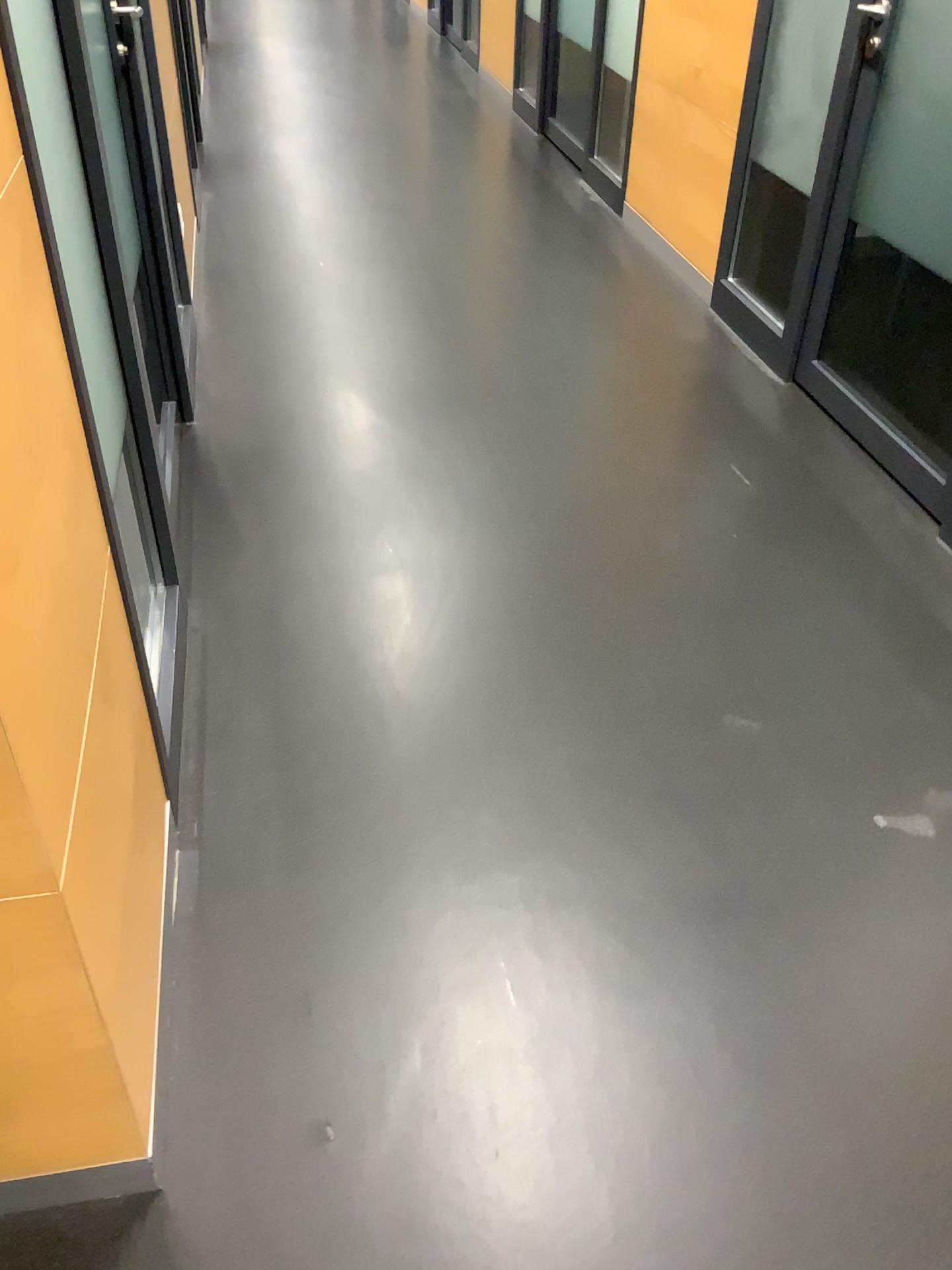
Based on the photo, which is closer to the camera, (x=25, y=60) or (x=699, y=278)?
(x=25, y=60)

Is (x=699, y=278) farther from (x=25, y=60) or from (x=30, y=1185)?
(x=30, y=1185)

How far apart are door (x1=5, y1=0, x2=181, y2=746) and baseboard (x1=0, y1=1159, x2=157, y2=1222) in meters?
0.7 m

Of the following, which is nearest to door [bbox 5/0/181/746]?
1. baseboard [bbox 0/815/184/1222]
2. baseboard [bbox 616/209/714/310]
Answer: baseboard [bbox 0/815/184/1222]

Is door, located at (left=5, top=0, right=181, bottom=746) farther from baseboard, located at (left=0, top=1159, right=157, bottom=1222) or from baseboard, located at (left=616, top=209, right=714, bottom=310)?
baseboard, located at (left=616, top=209, right=714, bottom=310)

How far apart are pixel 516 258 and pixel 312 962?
3.3m

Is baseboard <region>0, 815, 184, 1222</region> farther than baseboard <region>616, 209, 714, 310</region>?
No

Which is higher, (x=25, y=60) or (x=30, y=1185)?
(x=25, y=60)

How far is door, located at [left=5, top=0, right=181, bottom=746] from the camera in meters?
1.5 m

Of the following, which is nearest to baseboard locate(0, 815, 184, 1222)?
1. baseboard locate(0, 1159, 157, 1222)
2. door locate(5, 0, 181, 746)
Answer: baseboard locate(0, 1159, 157, 1222)
